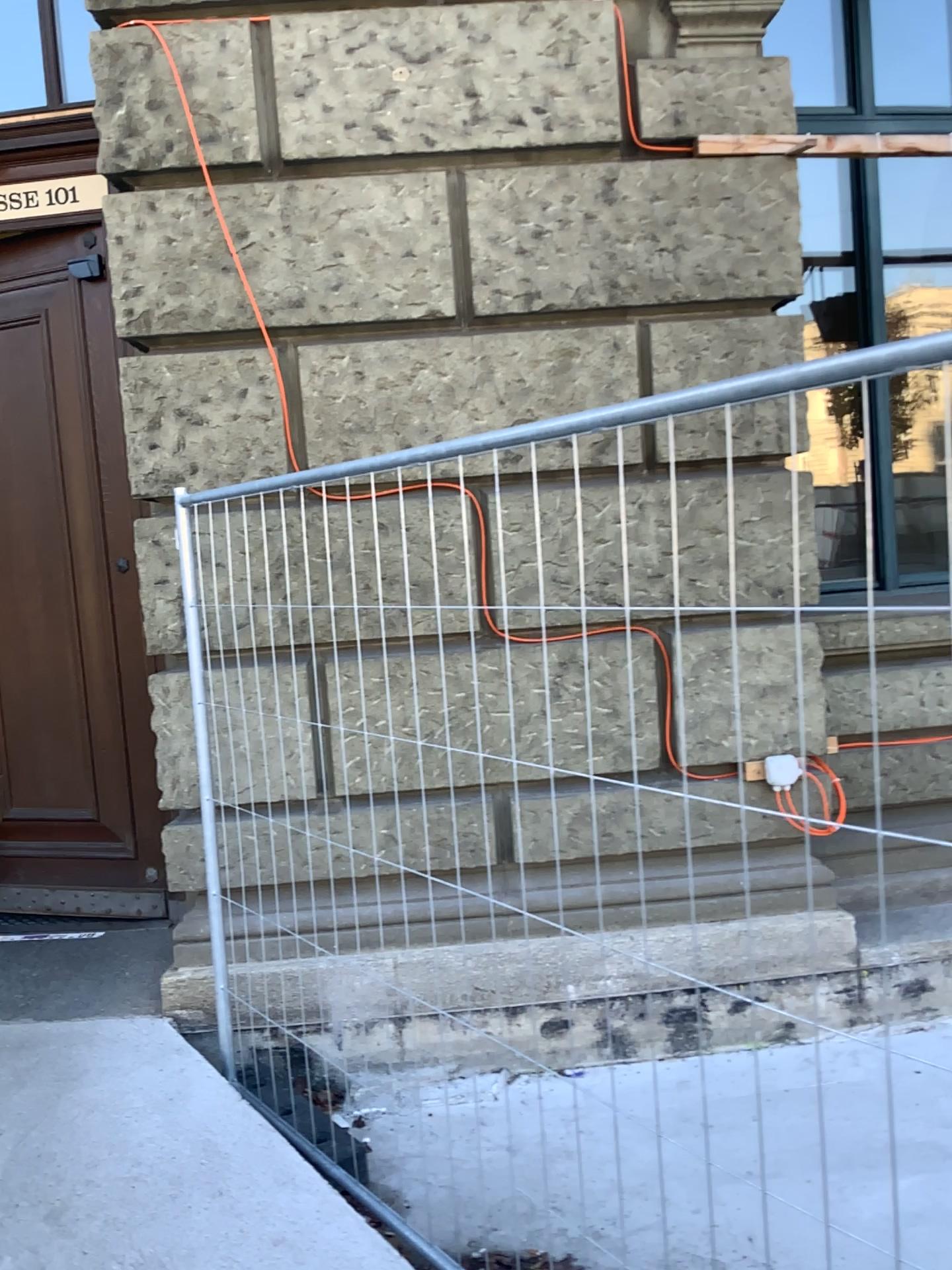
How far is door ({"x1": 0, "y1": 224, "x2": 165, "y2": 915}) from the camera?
4.2 meters

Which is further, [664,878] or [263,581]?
[664,878]

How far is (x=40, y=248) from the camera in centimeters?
425cm
